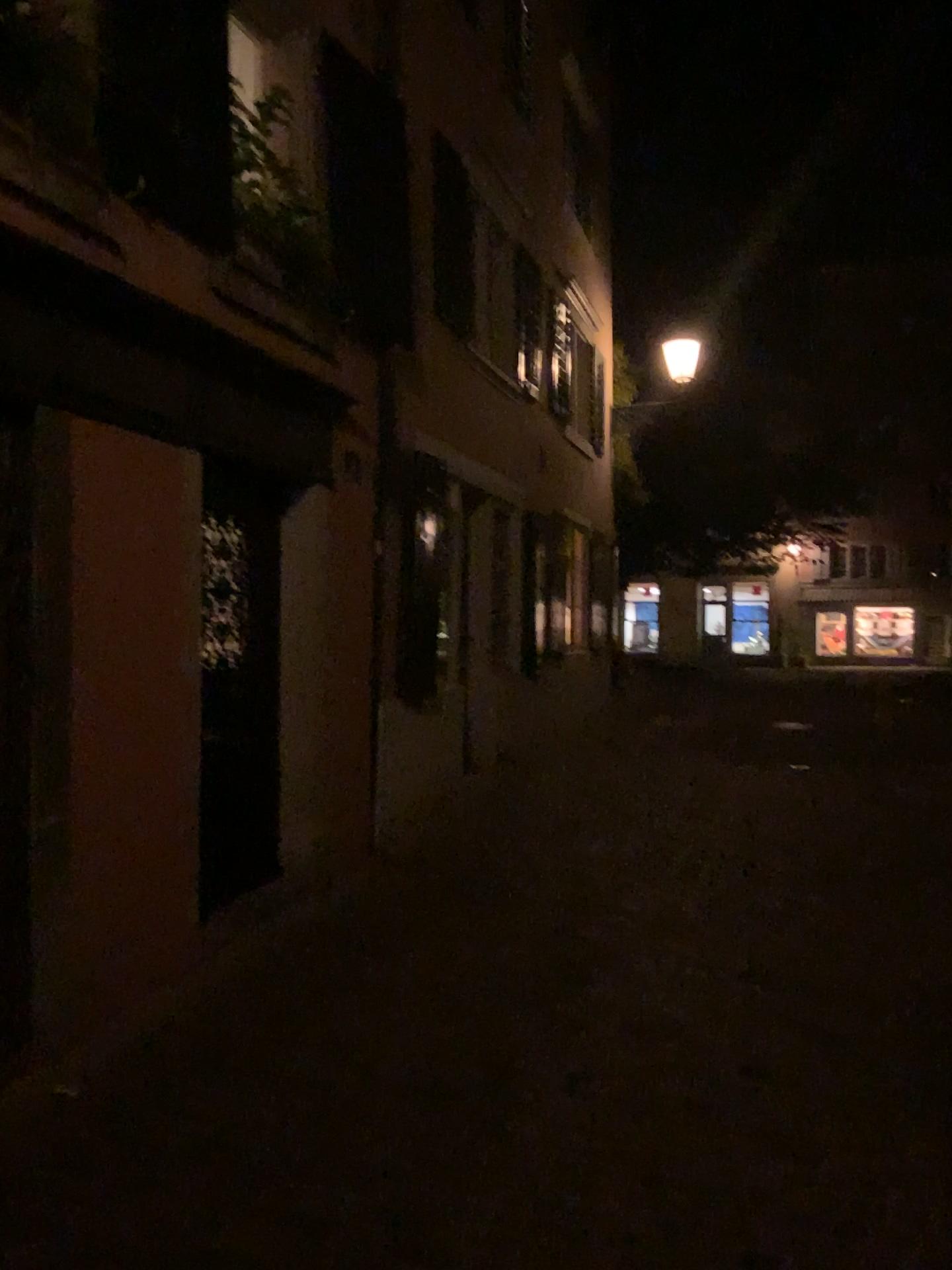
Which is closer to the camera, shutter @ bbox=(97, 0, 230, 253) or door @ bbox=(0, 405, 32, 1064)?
door @ bbox=(0, 405, 32, 1064)

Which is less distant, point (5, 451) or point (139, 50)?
point (5, 451)

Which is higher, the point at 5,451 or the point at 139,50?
the point at 139,50

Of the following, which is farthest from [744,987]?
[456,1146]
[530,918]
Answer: [456,1146]

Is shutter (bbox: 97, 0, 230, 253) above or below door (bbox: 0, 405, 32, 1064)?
above

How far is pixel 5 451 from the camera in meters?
3.4 m

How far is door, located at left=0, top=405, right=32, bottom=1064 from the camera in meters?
3.4
